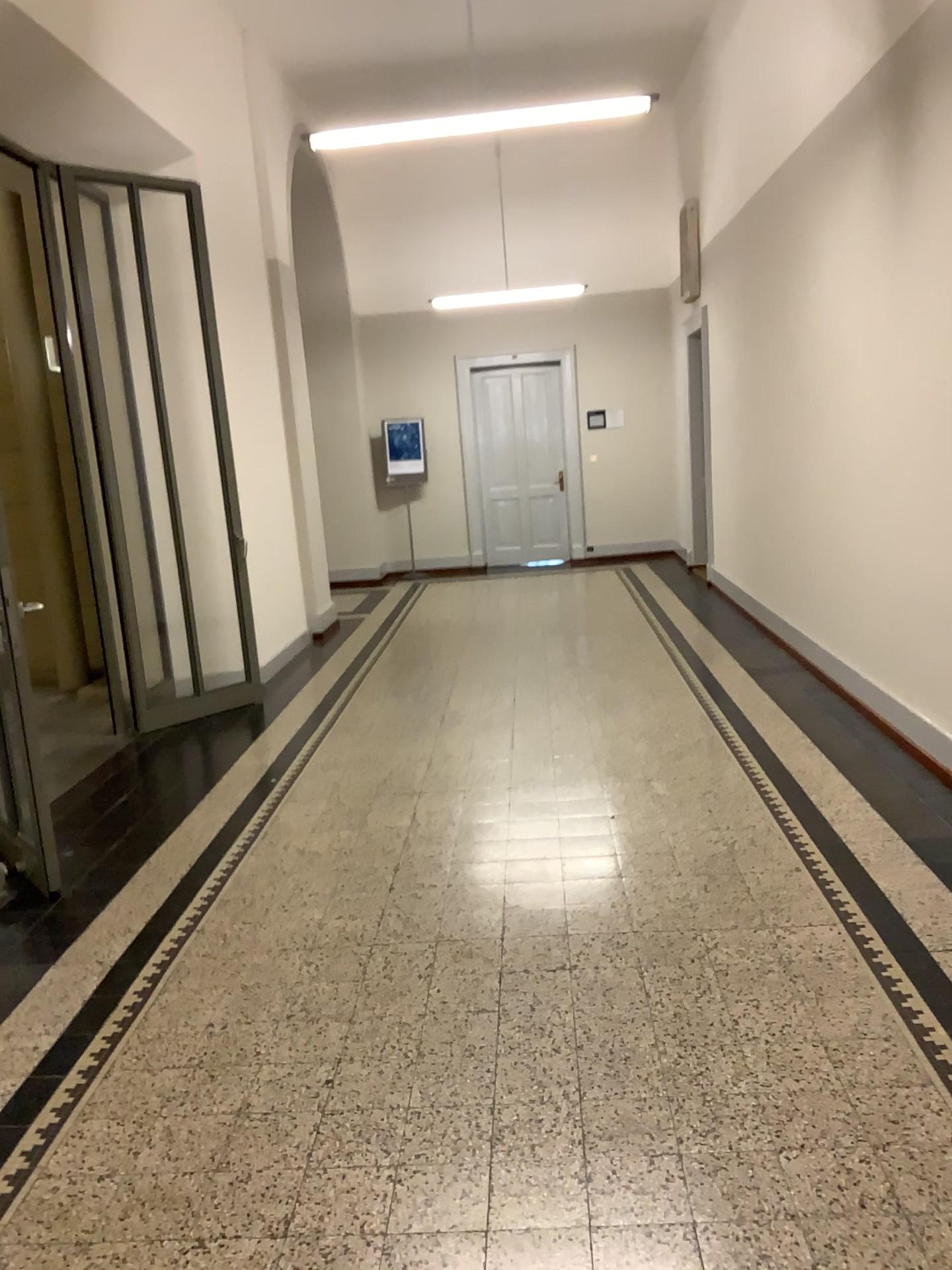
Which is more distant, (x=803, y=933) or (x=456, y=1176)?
(x=803, y=933)
